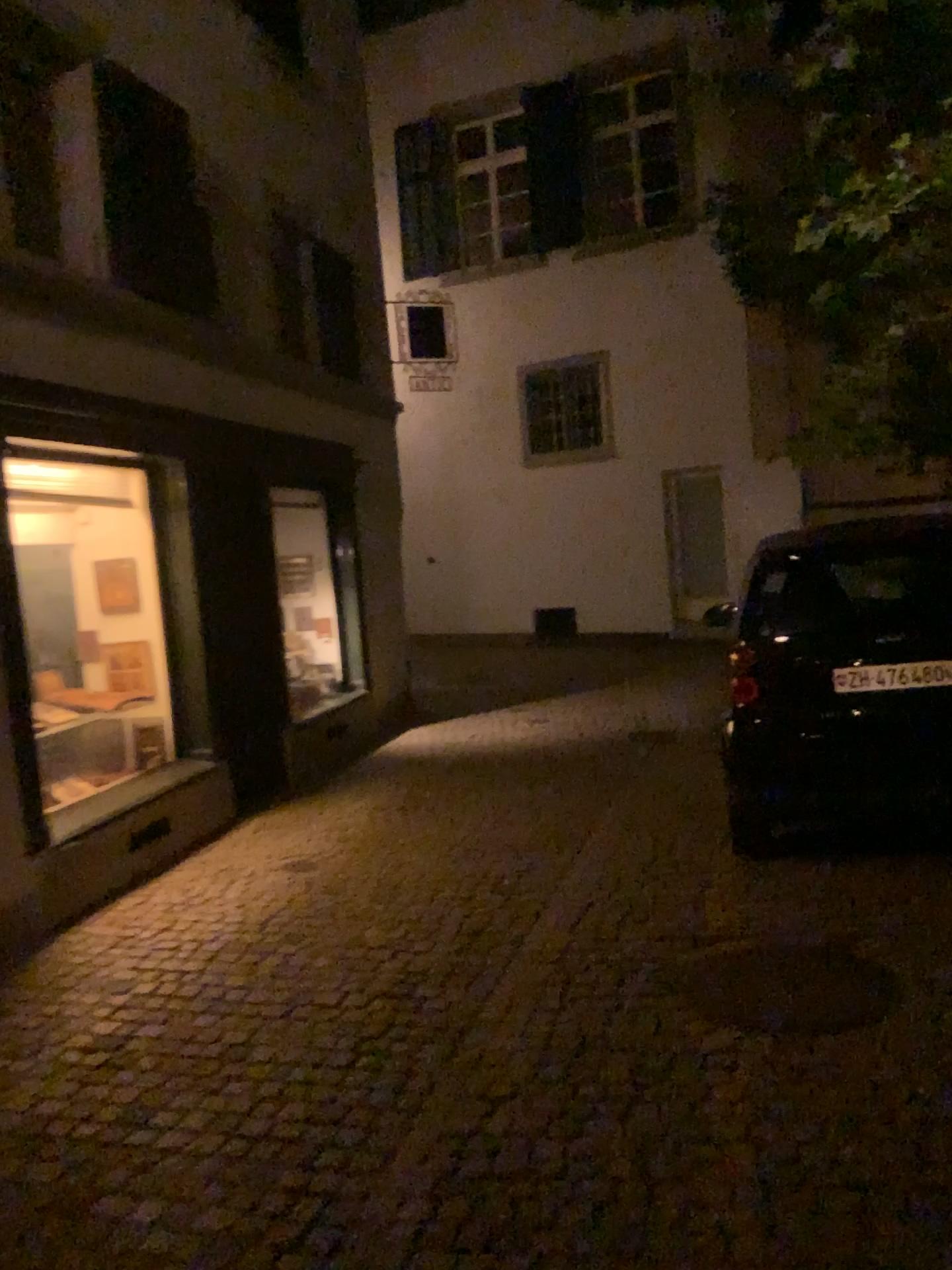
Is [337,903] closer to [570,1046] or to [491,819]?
[491,819]

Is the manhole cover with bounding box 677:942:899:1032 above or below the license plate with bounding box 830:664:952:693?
below

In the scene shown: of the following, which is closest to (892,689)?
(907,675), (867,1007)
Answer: (907,675)

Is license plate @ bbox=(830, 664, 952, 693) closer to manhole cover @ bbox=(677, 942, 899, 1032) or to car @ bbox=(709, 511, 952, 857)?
car @ bbox=(709, 511, 952, 857)

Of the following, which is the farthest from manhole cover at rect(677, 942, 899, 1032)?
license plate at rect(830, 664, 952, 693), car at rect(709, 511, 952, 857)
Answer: license plate at rect(830, 664, 952, 693)

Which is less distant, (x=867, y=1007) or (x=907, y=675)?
(x=867, y=1007)

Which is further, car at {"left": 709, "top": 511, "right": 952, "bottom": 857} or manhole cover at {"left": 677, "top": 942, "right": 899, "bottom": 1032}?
car at {"left": 709, "top": 511, "right": 952, "bottom": 857}

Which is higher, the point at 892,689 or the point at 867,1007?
the point at 892,689

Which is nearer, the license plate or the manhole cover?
the manhole cover
